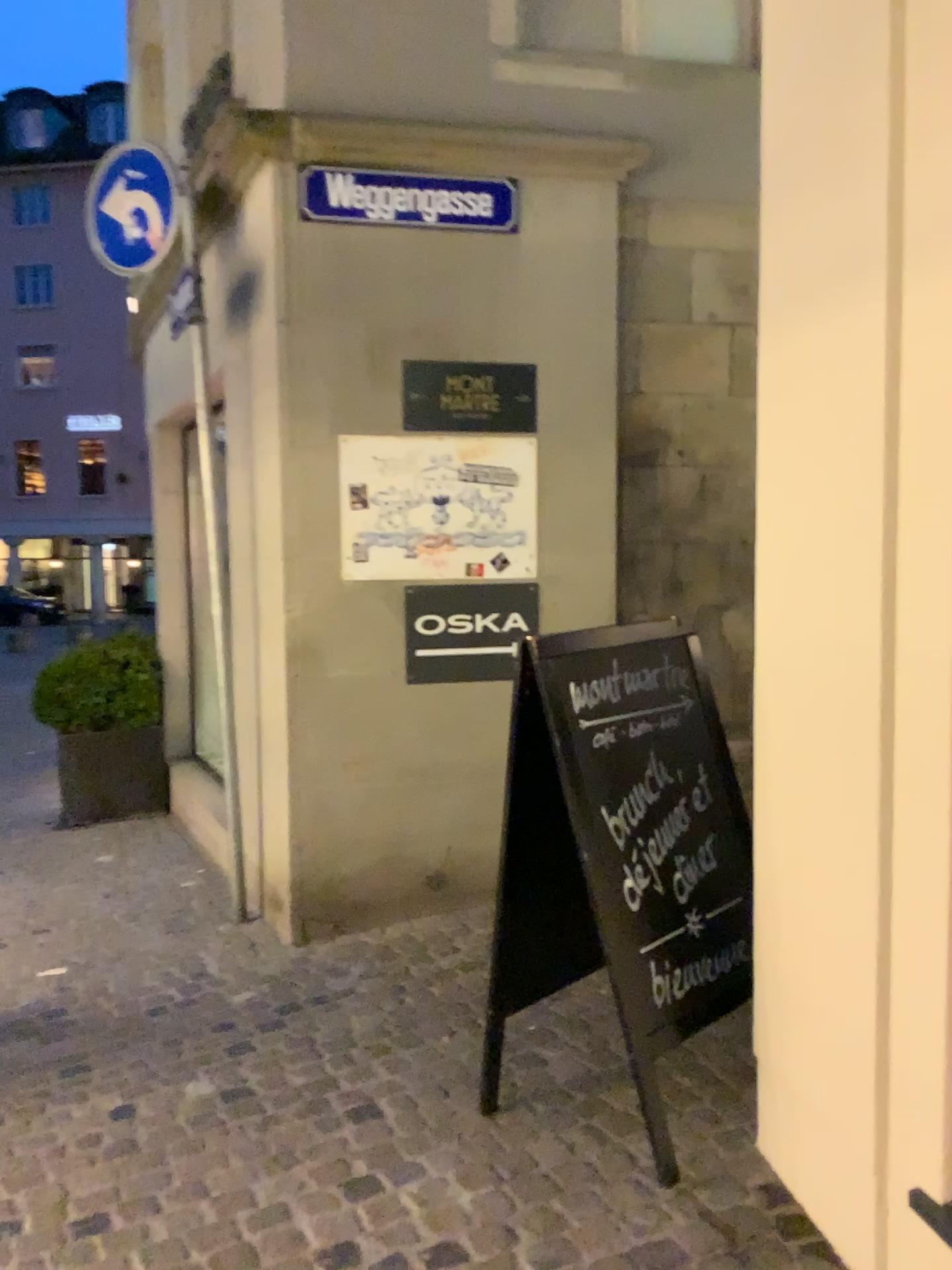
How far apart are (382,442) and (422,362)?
0.35m

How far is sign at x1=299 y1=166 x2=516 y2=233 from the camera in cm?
401

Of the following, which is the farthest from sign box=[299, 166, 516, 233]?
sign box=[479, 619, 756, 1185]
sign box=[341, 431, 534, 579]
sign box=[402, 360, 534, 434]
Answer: sign box=[479, 619, 756, 1185]

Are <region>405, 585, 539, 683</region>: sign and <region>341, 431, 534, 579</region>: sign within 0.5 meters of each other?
yes

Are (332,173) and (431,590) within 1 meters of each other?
no

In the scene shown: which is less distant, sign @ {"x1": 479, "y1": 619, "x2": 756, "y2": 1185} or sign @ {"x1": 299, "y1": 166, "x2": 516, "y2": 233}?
sign @ {"x1": 479, "y1": 619, "x2": 756, "y2": 1185}

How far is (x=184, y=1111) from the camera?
2.8 meters

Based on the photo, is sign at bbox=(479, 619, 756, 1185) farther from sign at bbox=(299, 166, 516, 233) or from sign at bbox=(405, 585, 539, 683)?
sign at bbox=(299, 166, 516, 233)

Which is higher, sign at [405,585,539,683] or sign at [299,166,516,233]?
sign at [299,166,516,233]

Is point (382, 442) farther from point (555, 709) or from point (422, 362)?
point (555, 709)
